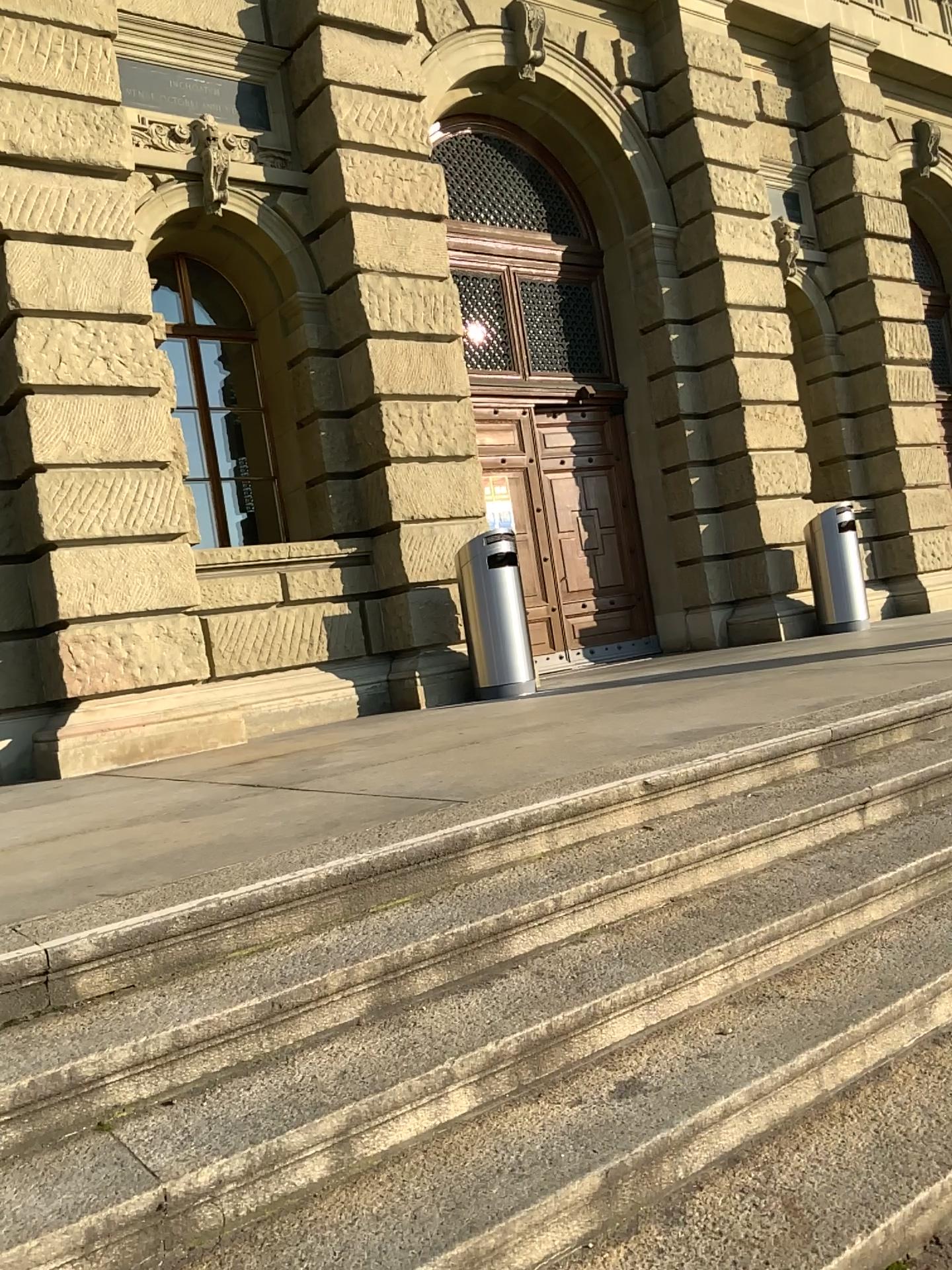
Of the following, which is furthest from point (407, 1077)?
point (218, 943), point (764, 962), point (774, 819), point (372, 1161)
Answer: point (774, 819)
